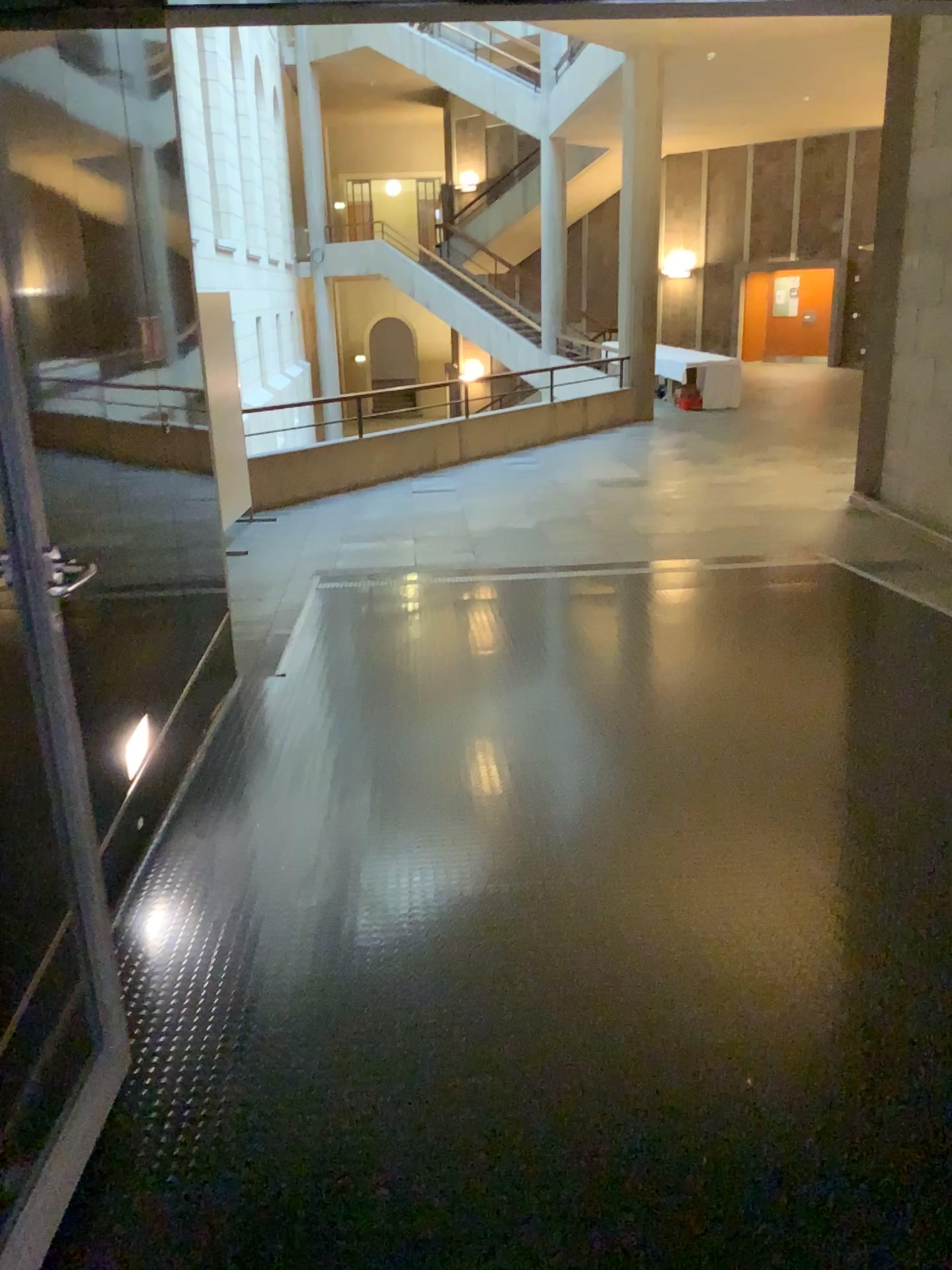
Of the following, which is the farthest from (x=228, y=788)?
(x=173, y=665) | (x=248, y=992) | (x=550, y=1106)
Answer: (x=550, y=1106)
